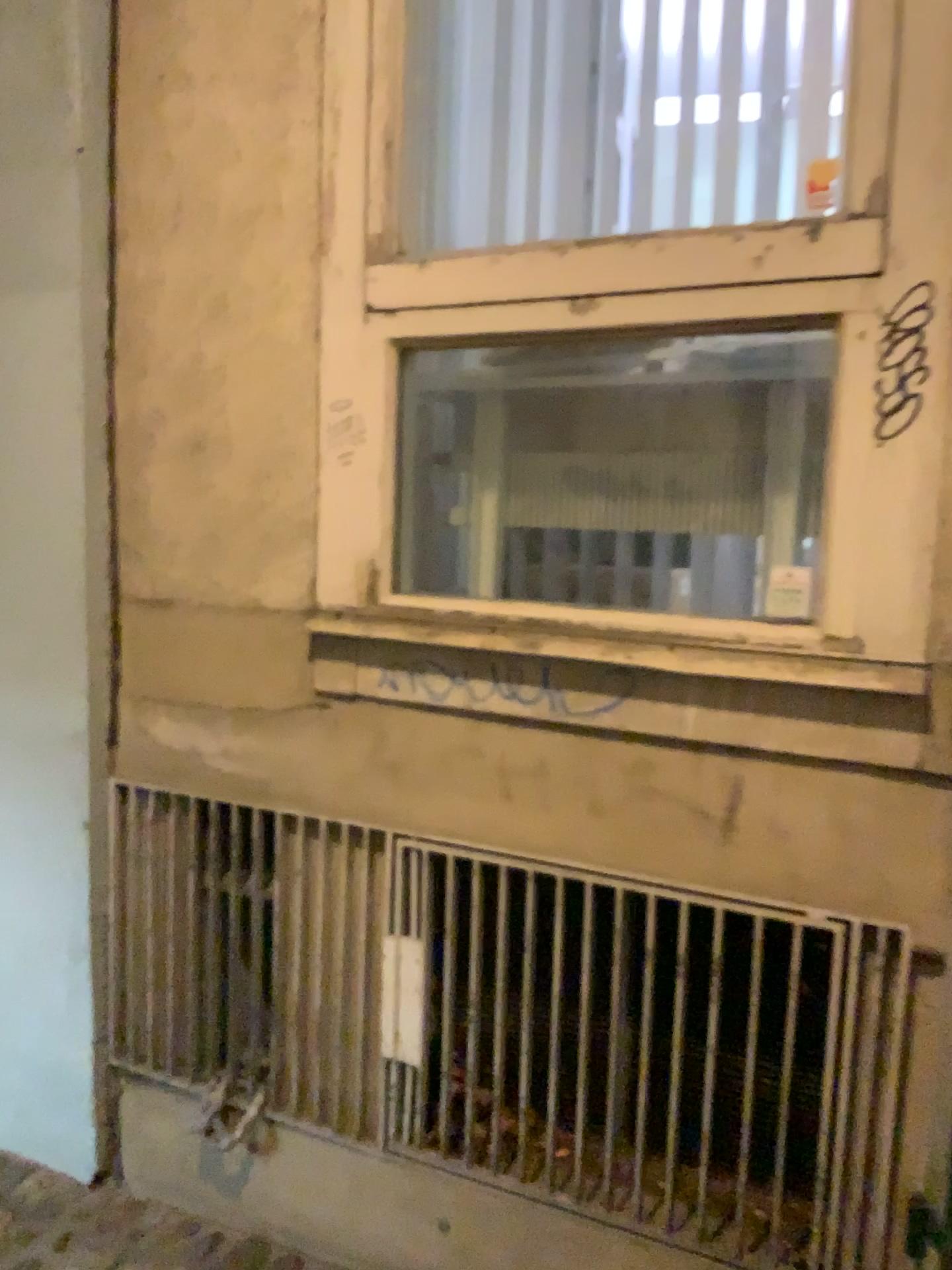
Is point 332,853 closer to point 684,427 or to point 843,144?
point 684,427

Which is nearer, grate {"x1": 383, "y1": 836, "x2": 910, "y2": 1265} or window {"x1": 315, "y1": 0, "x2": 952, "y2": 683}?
window {"x1": 315, "y1": 0, "x2": 952, "y2": 683}

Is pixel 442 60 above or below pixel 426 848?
above

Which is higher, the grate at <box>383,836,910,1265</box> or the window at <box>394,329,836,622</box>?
the window at <box>394,329,836,622</box>

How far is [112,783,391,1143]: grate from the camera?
2.0m

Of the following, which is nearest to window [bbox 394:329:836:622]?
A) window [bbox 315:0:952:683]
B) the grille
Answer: window [bbox 315:0:952:683]

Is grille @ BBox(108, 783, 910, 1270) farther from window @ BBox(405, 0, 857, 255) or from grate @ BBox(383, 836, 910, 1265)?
window @ BBox(405, 0, 857, 255)

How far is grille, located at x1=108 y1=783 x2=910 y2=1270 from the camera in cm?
190

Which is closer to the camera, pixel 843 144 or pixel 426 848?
pixel 843 144

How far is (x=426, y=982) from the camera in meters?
1.9 m
